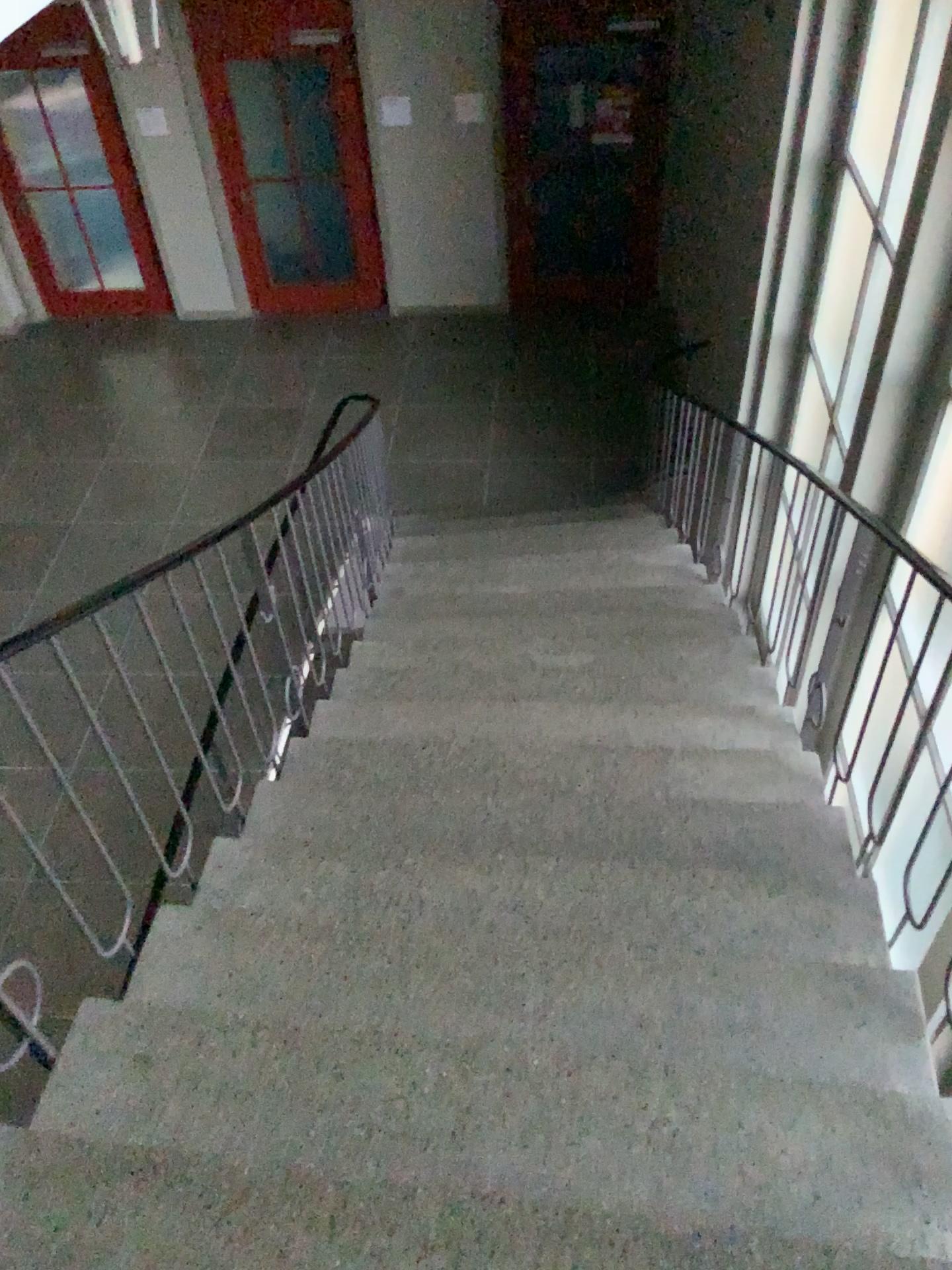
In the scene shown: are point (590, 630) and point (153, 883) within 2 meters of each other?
no
